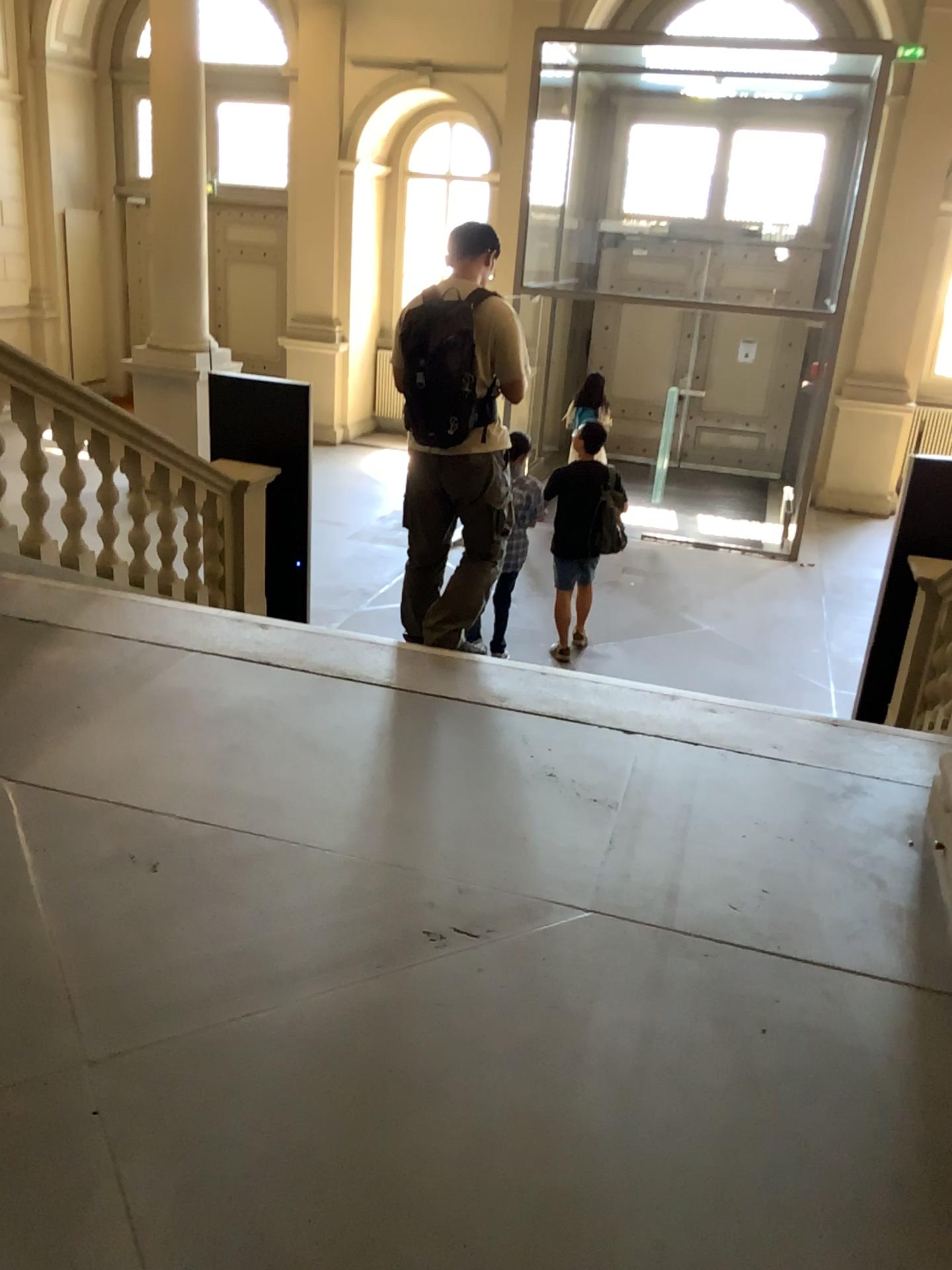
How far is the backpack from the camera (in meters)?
3.72

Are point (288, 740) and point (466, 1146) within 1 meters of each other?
no

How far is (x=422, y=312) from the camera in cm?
372
